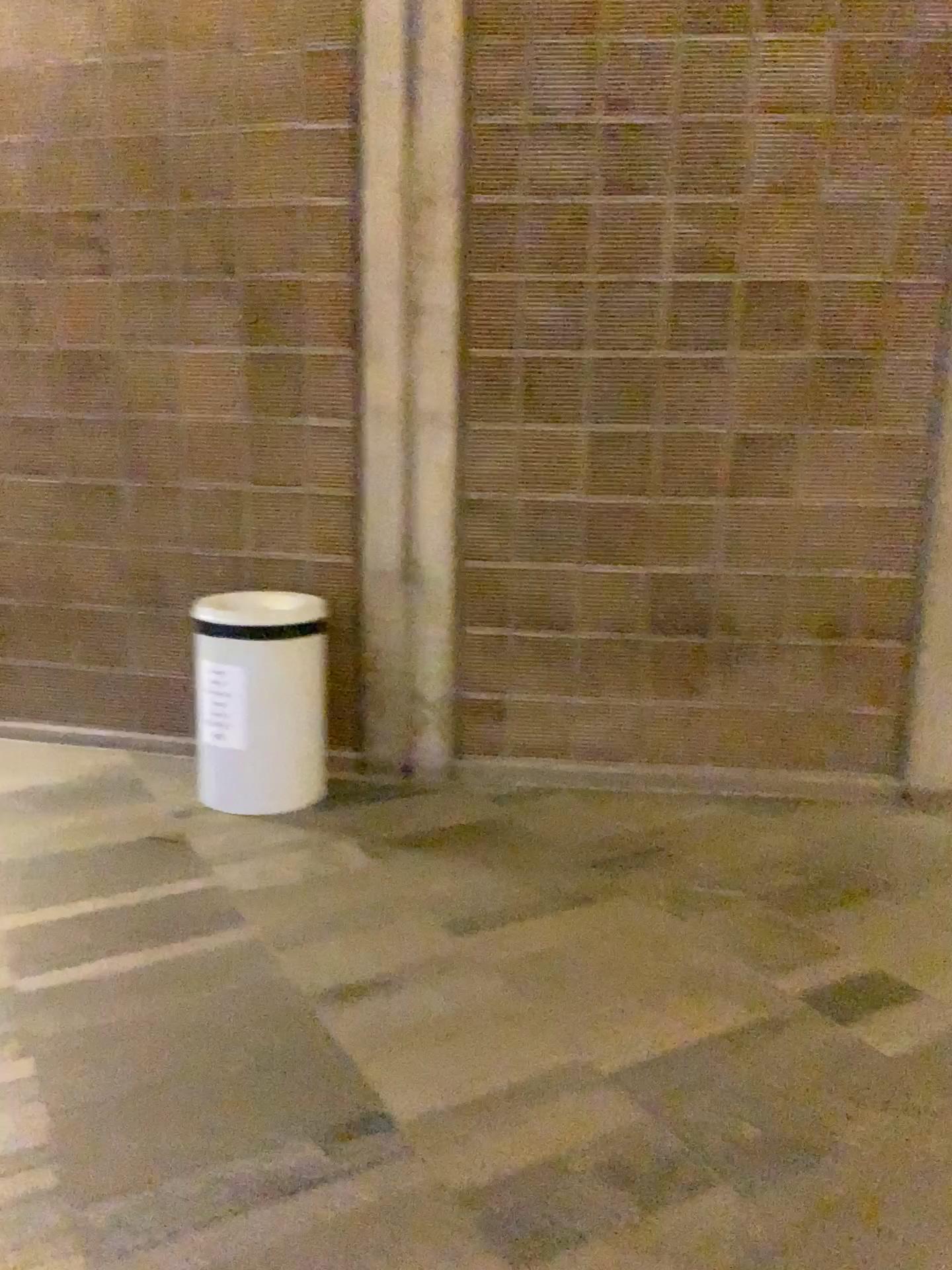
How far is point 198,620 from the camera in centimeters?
359cm

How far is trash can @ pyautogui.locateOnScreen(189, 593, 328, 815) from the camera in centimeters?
359cm

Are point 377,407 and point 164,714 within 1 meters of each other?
no
